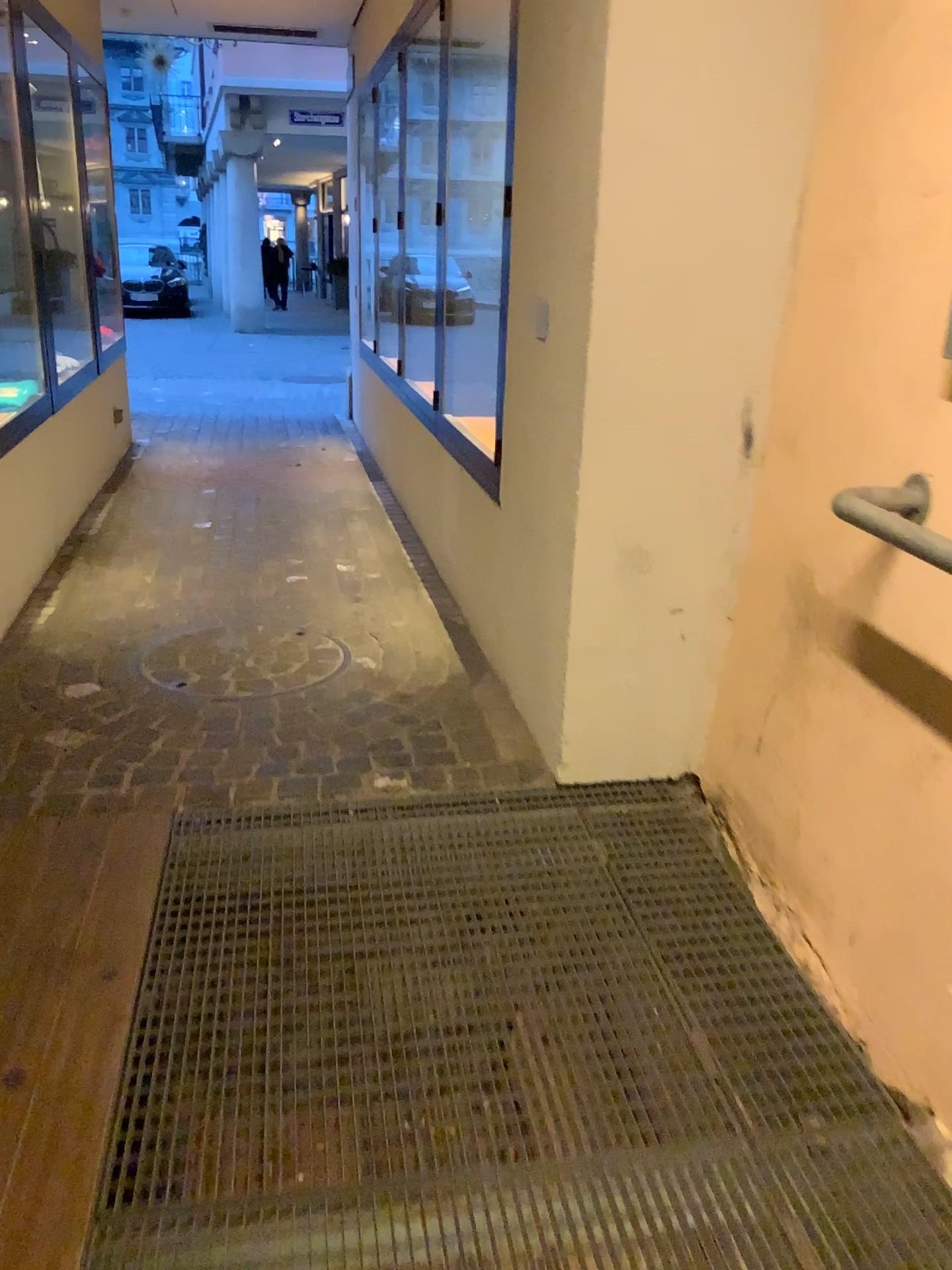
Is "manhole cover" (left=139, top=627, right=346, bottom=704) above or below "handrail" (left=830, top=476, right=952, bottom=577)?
below

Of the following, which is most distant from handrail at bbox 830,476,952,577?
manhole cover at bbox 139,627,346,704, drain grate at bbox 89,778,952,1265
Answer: manhole cover at bbox 139,627,346,704

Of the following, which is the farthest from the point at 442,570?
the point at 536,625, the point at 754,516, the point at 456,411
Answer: the point at 754,516

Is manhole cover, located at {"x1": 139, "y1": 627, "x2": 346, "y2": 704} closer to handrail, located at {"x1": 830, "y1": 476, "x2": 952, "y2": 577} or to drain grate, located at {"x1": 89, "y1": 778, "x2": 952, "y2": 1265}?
drain grate, located at {"x1": 89, "y1": 778, "x2": 952, "y2": 1265}

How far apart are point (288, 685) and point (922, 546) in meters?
1.9

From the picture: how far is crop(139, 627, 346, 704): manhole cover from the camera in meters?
3.1 m

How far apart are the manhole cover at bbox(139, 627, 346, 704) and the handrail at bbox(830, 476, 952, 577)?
1.7m

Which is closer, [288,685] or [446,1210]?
[446,1210]

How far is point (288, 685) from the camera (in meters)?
3.11

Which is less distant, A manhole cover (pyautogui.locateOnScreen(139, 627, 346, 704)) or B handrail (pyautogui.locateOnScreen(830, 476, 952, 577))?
B handrail (pyautogui.locateOnScreen(830, 476, 952, 577))
